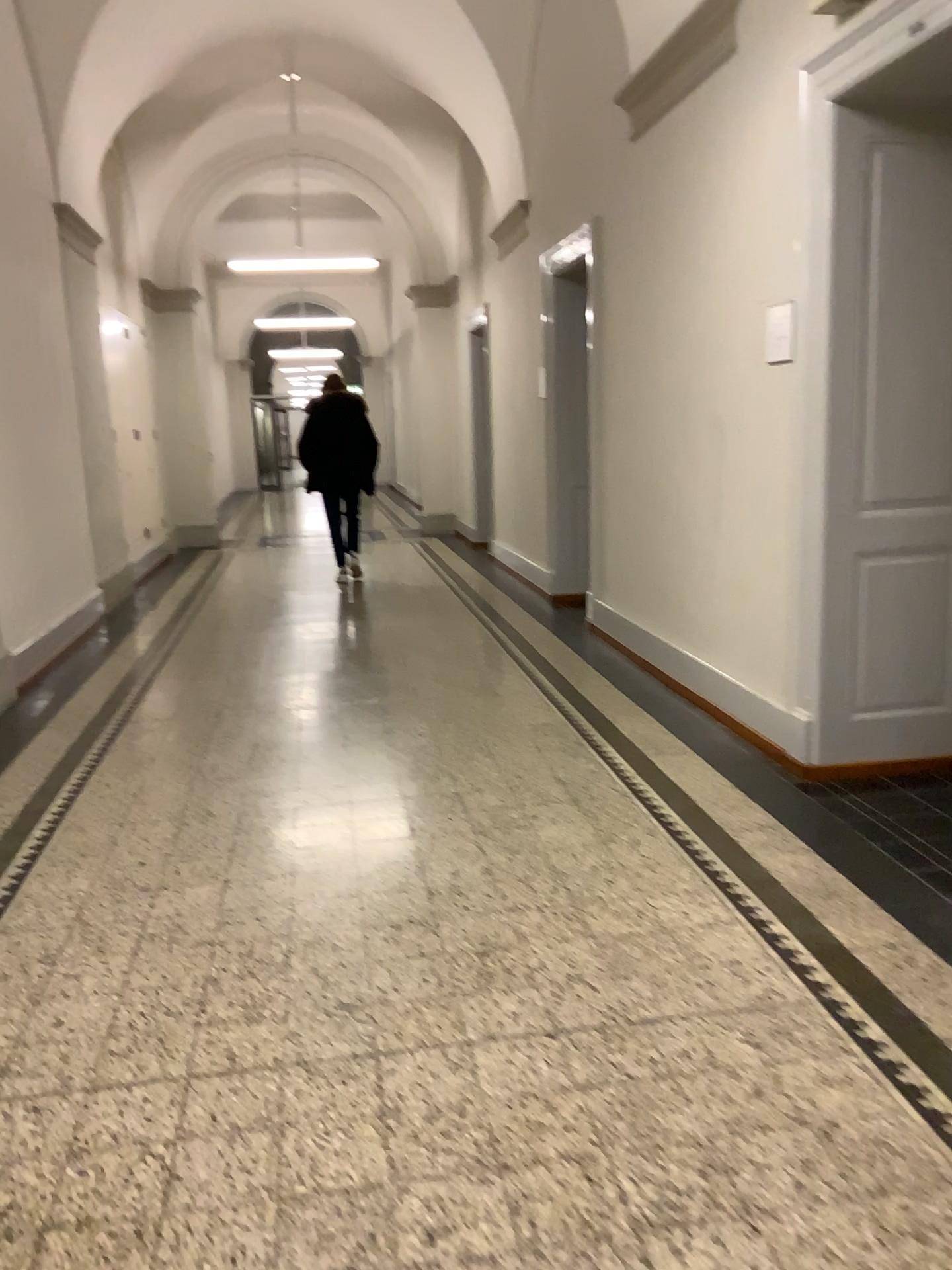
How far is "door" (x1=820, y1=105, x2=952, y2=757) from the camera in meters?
3.6

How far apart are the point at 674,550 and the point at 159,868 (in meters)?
2.84

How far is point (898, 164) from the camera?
3.6 meters
